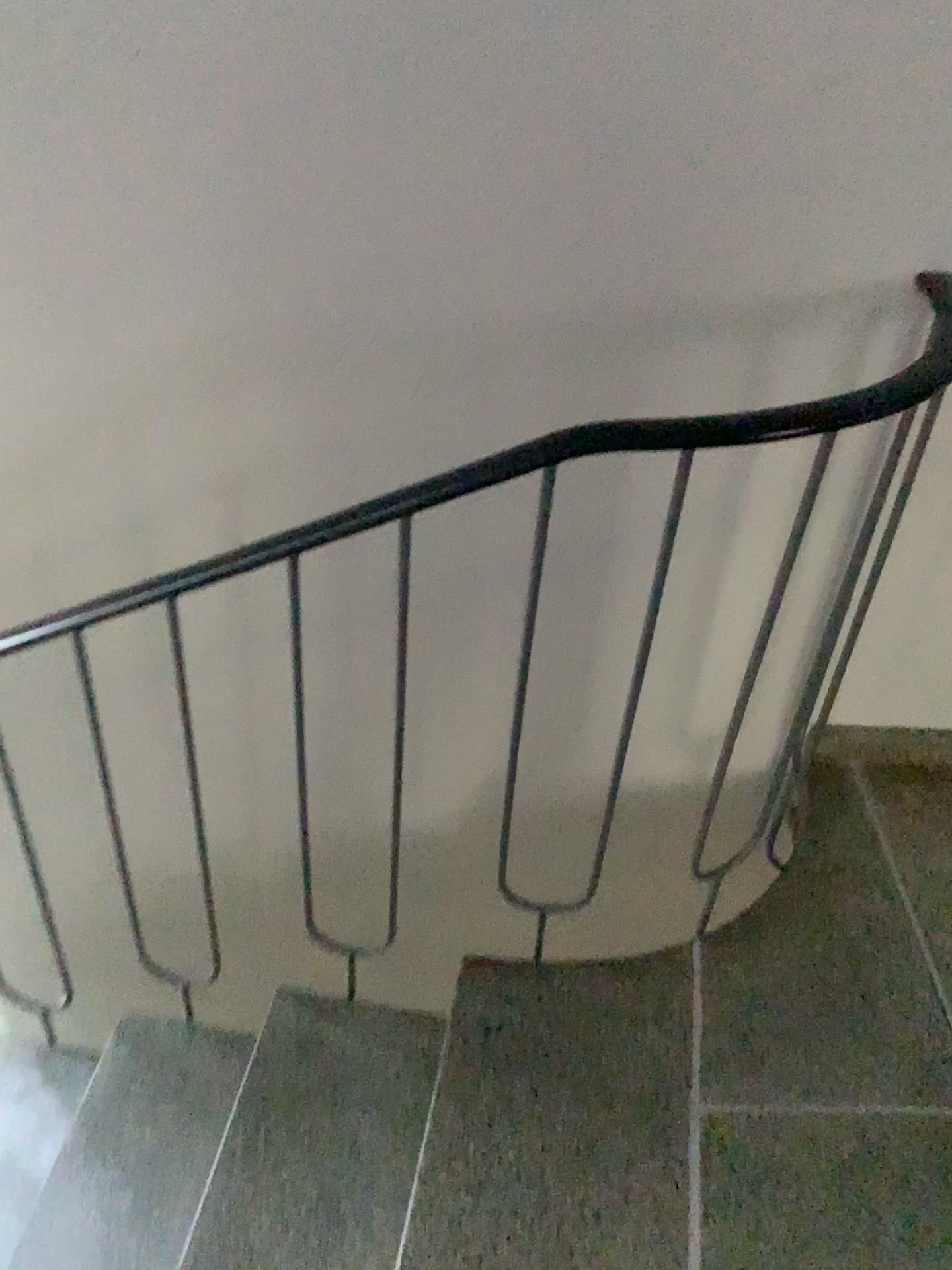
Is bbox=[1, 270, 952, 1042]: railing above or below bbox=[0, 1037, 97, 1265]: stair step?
above

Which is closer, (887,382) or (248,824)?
(887,382)

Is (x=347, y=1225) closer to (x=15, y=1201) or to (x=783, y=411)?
(x=15, y=1201)

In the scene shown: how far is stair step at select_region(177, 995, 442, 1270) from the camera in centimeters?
146cm

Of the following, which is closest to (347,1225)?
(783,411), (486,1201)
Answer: (486,1201)

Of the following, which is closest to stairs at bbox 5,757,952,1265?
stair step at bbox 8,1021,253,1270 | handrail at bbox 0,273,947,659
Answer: stair step at bbox 8,1021,253,1270

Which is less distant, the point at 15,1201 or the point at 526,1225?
the point at 526,1225

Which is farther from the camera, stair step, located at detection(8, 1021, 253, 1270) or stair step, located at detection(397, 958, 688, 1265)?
stair step, located at detection(8, 1021, 253, 1270)

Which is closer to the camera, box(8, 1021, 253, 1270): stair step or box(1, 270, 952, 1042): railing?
box(1, 270, 952, 1042): railing

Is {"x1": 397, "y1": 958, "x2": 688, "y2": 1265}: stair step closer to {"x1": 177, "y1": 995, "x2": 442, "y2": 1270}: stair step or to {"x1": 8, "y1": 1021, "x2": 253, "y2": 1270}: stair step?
{"x1": 177, "y1": 995, "x2": 442, "y2": 1270}: stair step
